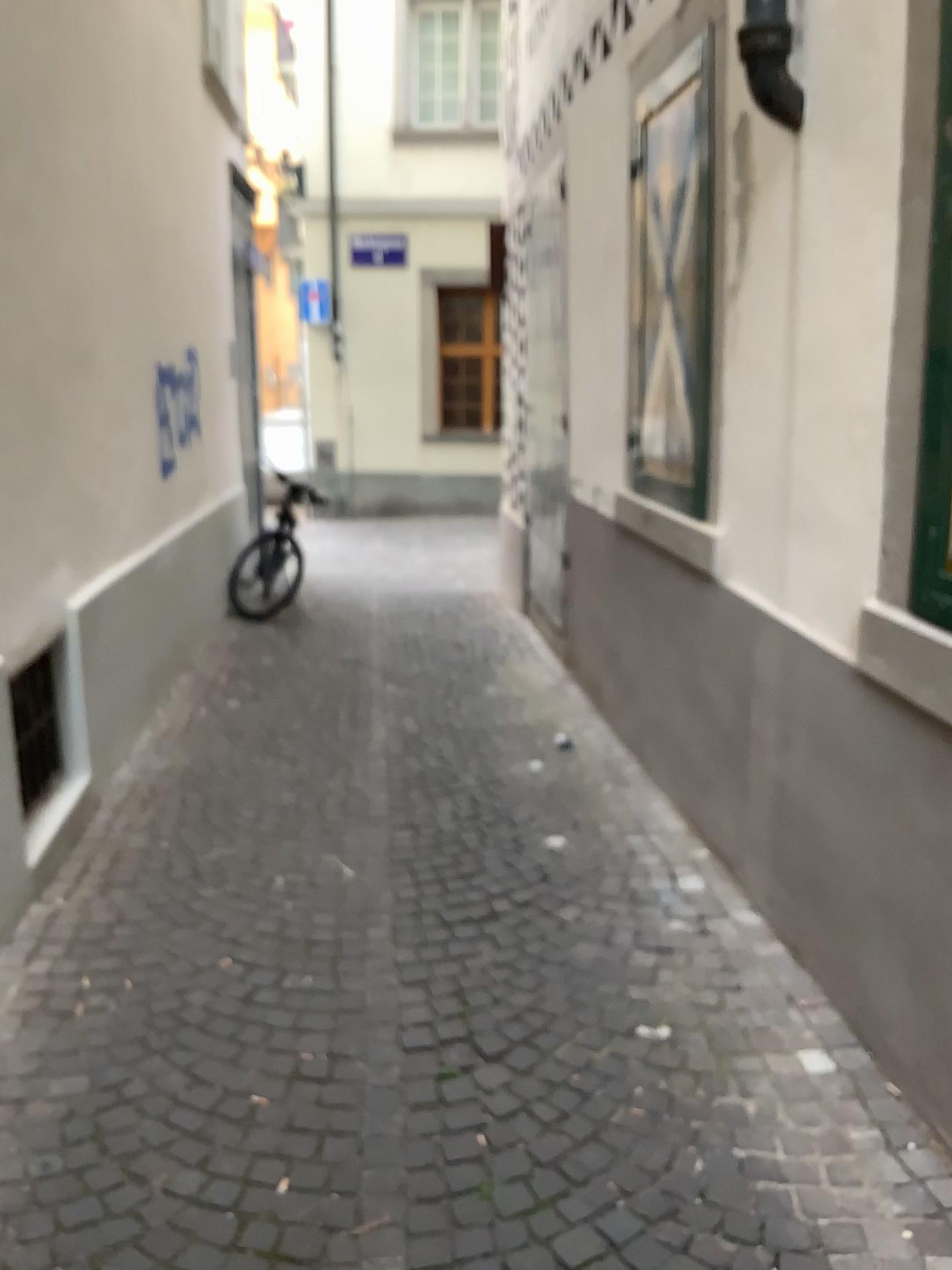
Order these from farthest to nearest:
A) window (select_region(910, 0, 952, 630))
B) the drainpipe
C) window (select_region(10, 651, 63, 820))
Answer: window (select_region(10, 651, 63, 820)) → the drainpipe → window (select_region(910, 0, 952, 630))

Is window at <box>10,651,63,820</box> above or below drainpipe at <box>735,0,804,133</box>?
below

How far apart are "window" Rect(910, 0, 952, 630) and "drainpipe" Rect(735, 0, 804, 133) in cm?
56

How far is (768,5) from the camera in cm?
252

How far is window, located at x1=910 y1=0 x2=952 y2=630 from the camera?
2.1 meters

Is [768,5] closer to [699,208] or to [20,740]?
[699,208]

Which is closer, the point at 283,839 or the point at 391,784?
the point at 283,839

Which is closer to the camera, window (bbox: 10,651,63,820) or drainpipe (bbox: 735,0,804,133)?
drainpipe (bbox: 735,0,804,133)

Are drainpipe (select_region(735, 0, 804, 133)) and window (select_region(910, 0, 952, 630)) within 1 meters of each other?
yes

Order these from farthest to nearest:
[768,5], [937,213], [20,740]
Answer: [20,740] → [768,5] → [937,213]
